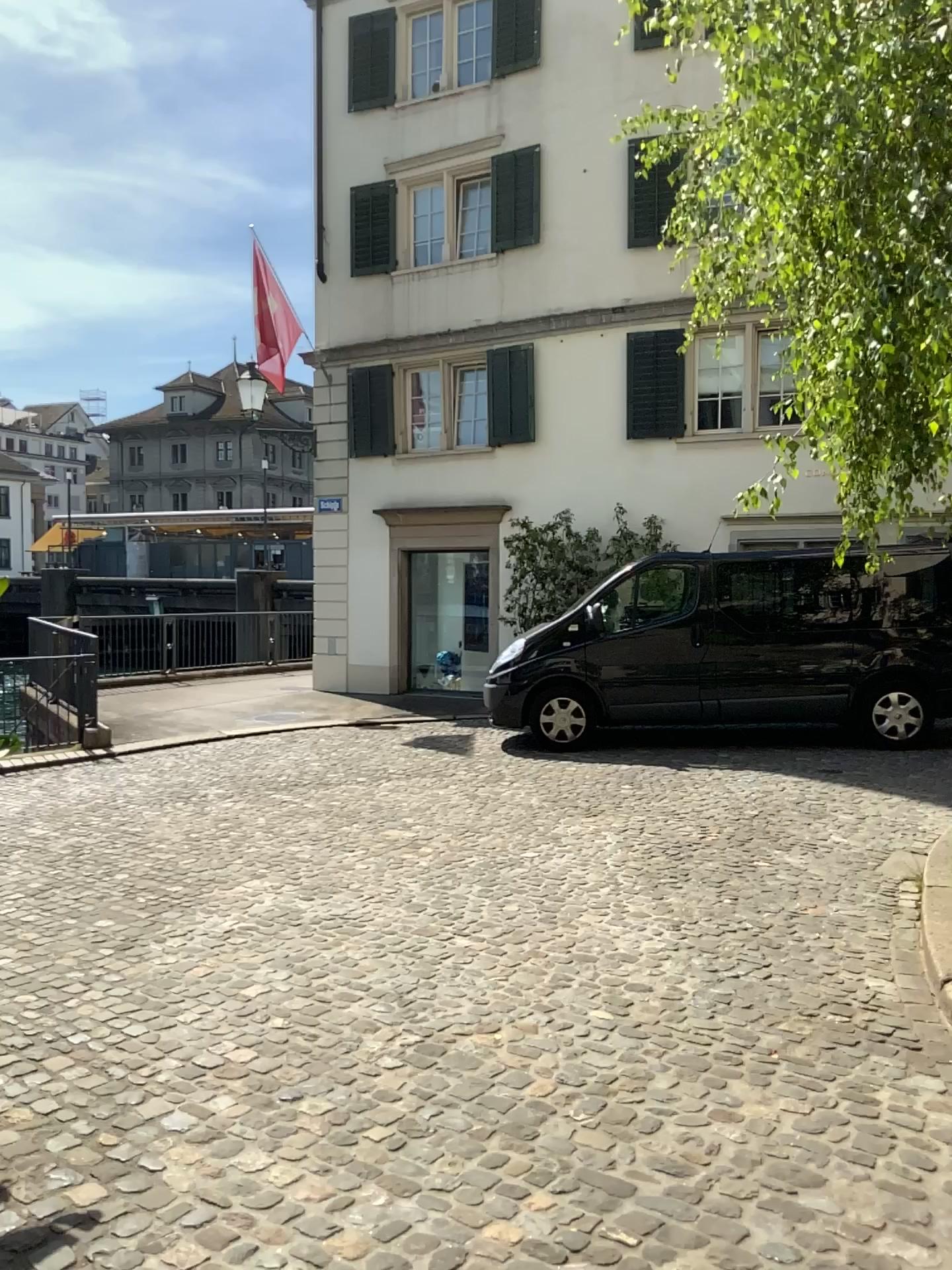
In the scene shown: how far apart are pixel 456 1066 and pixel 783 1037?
1.1m
